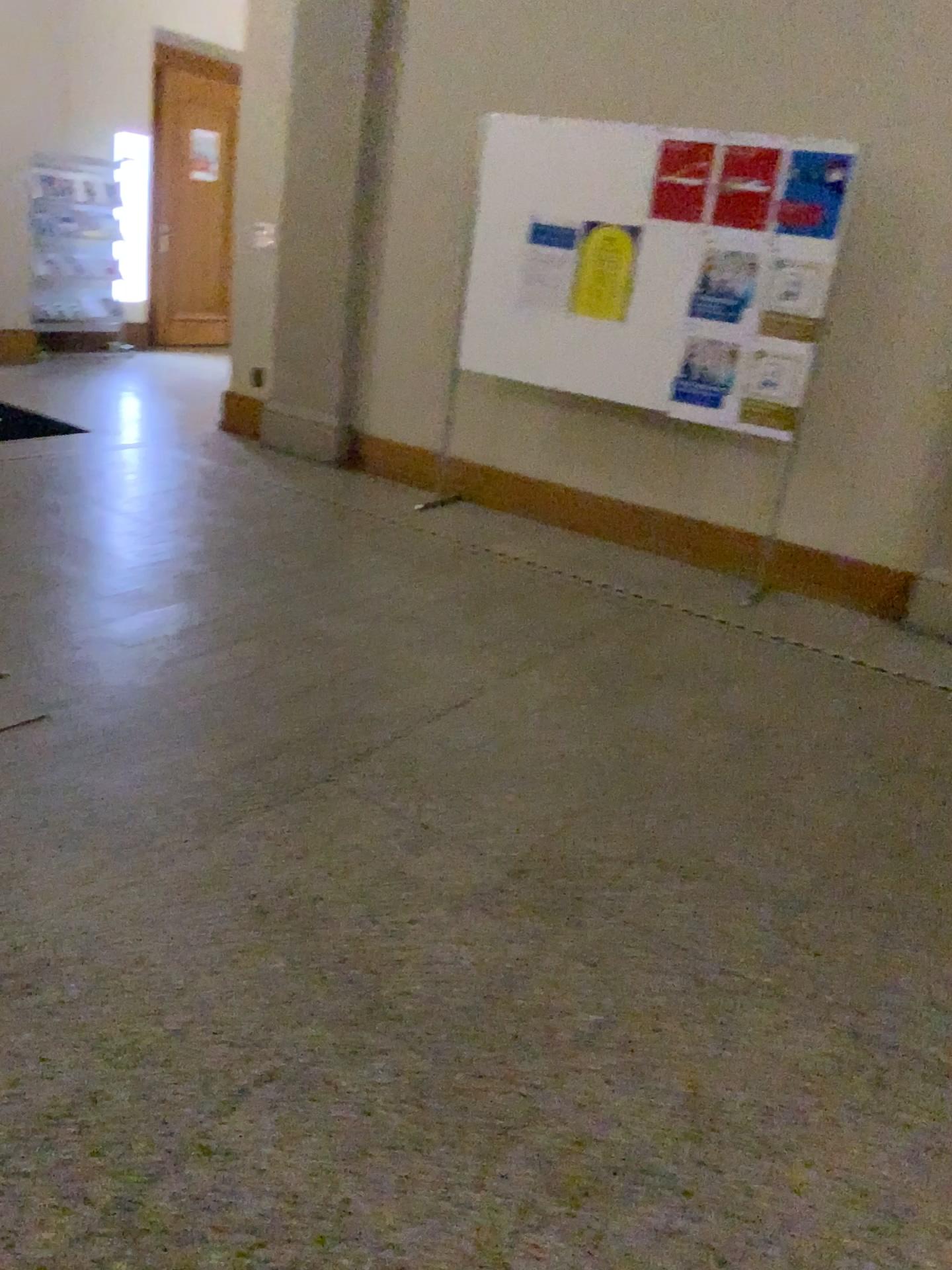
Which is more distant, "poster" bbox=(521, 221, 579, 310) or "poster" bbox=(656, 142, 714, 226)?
"poster" bbox=(521, 221, 579, 310)

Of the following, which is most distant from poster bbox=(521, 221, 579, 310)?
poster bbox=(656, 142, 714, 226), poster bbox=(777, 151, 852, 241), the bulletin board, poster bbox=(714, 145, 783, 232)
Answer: poster bbox=(777, 151, 852, 241)

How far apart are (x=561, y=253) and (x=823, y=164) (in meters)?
1.26

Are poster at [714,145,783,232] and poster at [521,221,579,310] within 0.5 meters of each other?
no

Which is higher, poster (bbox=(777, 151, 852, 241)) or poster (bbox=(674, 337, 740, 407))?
poster (bbox=(777, 151, 852, 241))

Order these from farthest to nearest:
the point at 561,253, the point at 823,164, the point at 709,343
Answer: the point at 561,253
the point at 709,343
the point at 823,164

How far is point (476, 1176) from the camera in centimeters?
168cm

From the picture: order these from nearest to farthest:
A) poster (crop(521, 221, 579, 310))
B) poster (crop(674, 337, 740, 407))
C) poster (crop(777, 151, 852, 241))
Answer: poster (crop(777, 151, 852, 241)) < poster (crop(674, 337, 740, 407)) < poster (crop(521, 221, 579, 310))

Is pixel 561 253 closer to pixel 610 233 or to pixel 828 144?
pixel 610 233

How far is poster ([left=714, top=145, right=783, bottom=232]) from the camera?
4.5 meters
